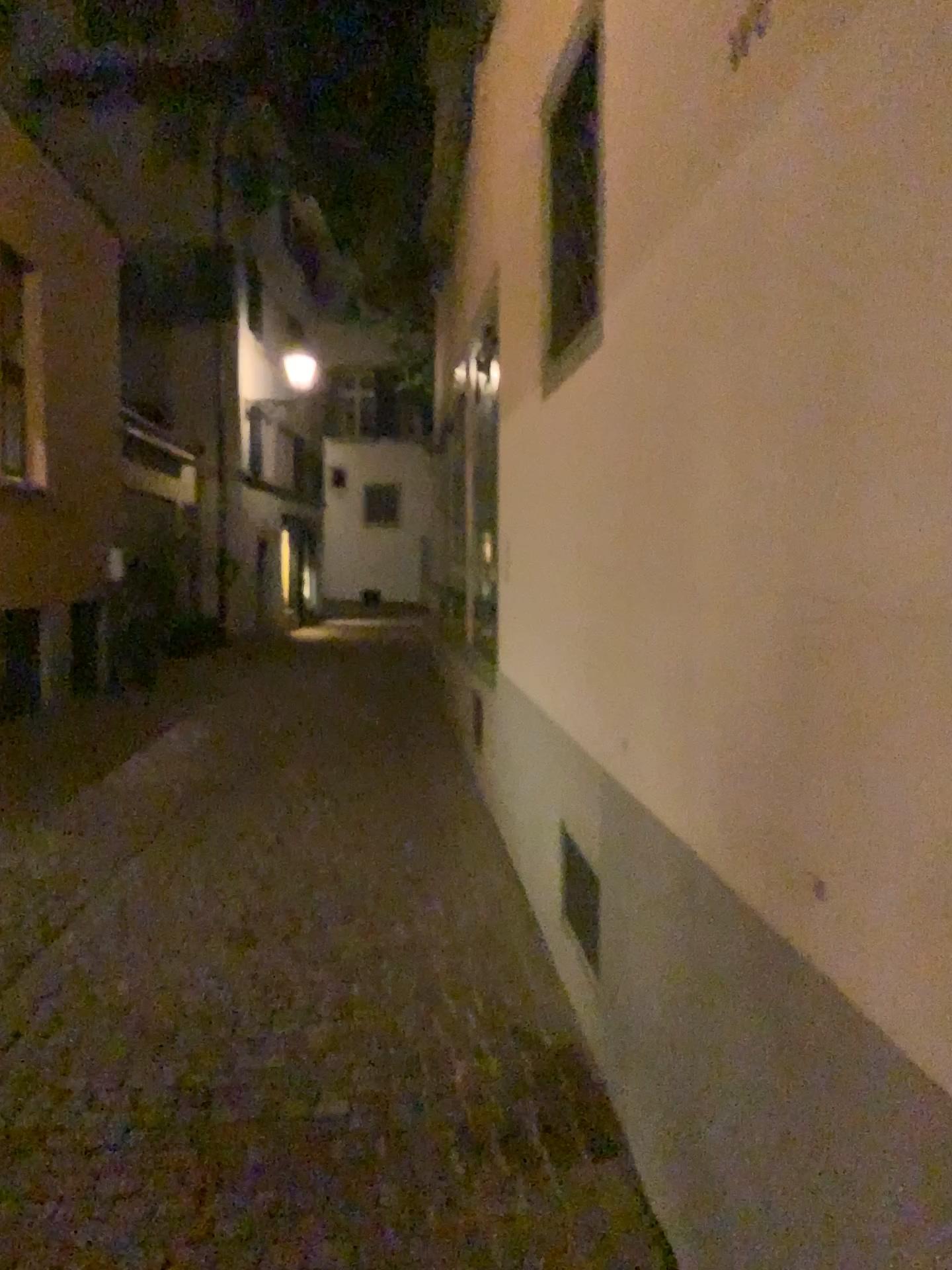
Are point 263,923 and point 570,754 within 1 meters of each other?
no
